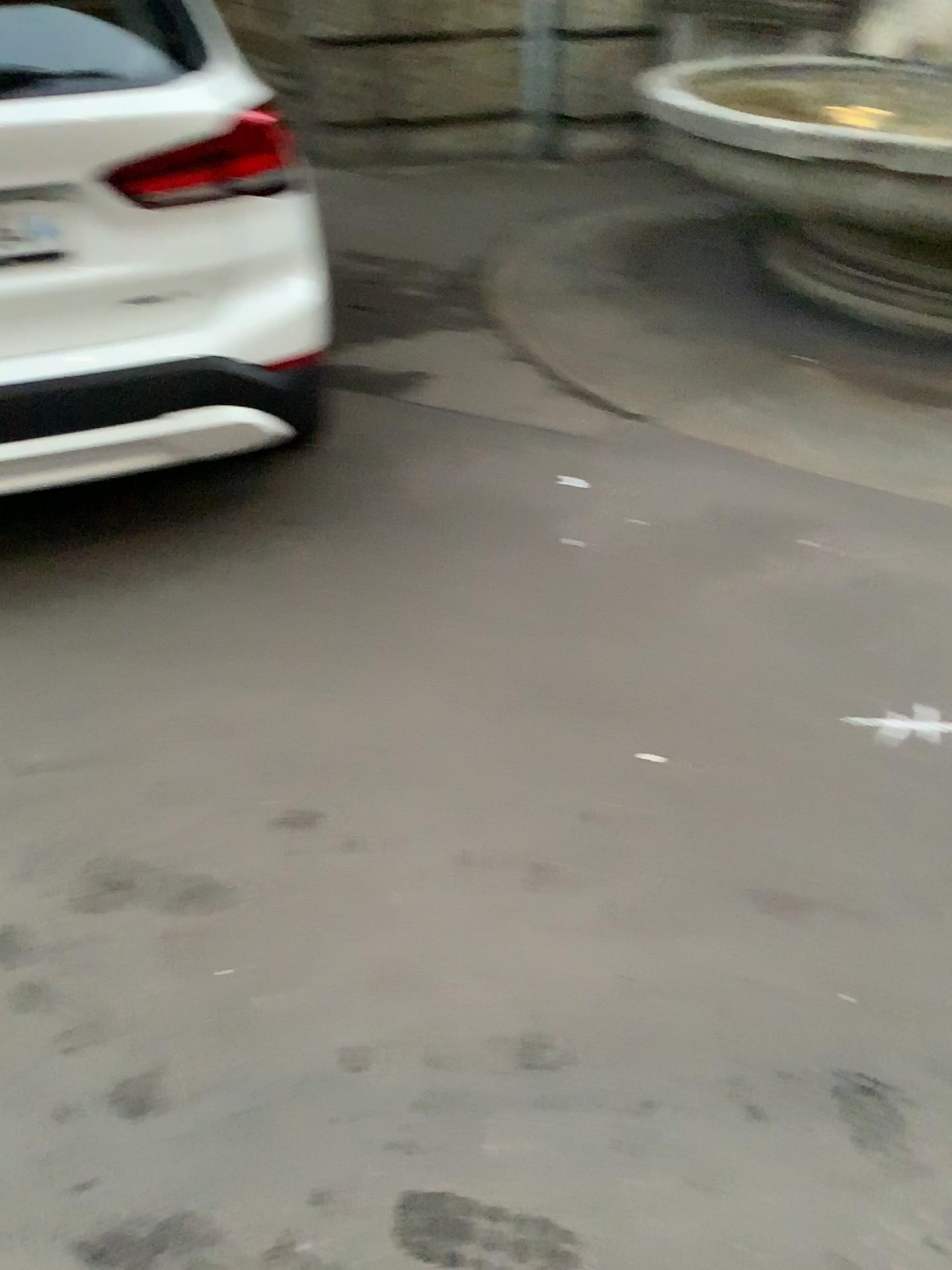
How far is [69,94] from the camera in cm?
223

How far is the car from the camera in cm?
223

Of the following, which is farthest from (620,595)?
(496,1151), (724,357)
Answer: (724,357)
